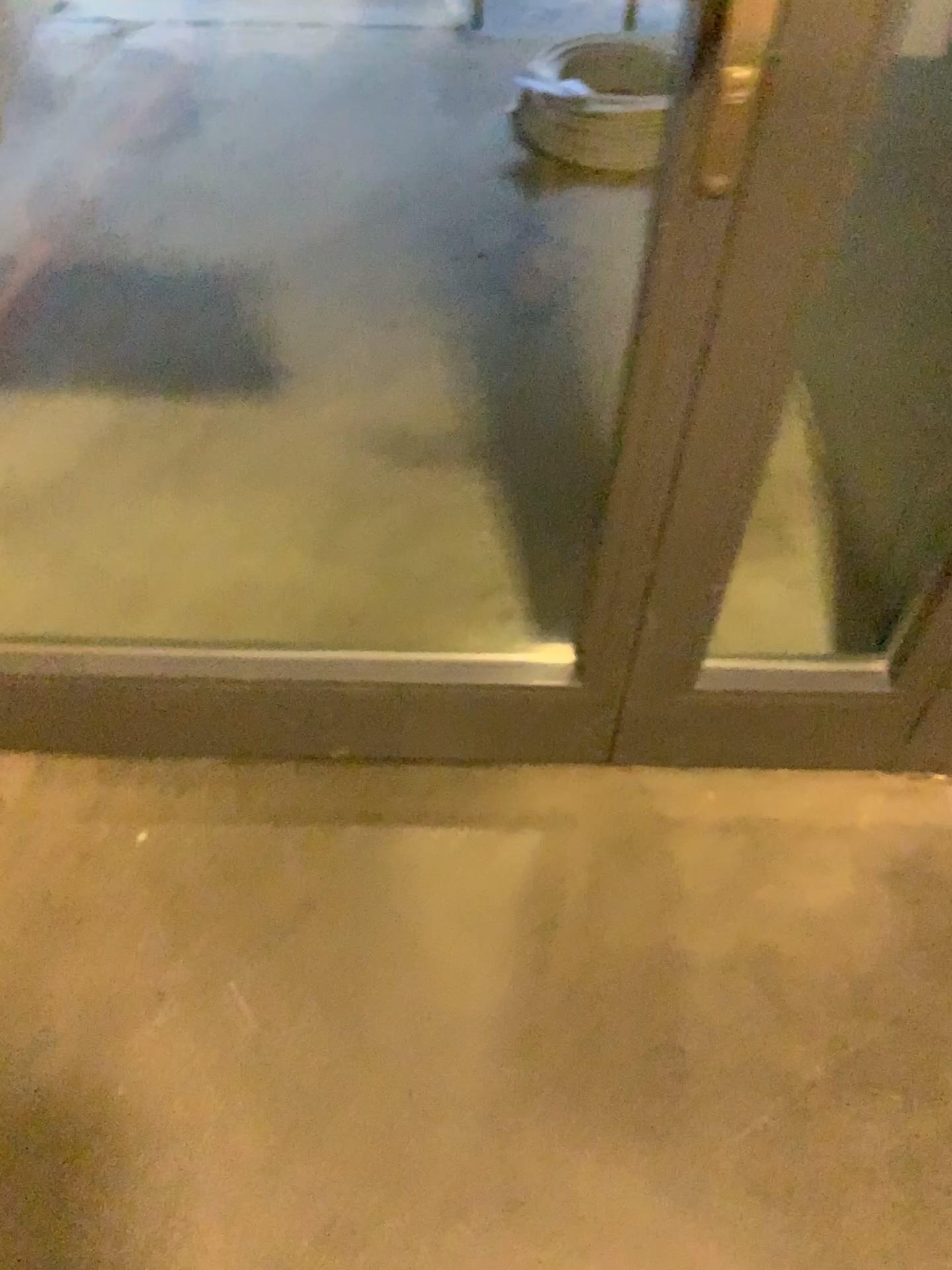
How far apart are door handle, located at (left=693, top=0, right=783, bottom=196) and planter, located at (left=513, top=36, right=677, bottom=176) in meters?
1.6

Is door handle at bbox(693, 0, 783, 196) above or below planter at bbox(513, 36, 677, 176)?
above

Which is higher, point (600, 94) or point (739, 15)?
point (739, 15)

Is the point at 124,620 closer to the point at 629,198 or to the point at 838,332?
the point at 838,332

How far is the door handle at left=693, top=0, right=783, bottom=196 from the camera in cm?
79

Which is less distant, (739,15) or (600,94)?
(739,15)

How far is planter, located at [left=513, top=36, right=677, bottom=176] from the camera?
2.47m

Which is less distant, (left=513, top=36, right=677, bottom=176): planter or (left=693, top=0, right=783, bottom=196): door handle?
(left=693, top=0, right=783, bottom=196): door handle

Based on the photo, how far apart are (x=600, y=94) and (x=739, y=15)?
1.9 meters
